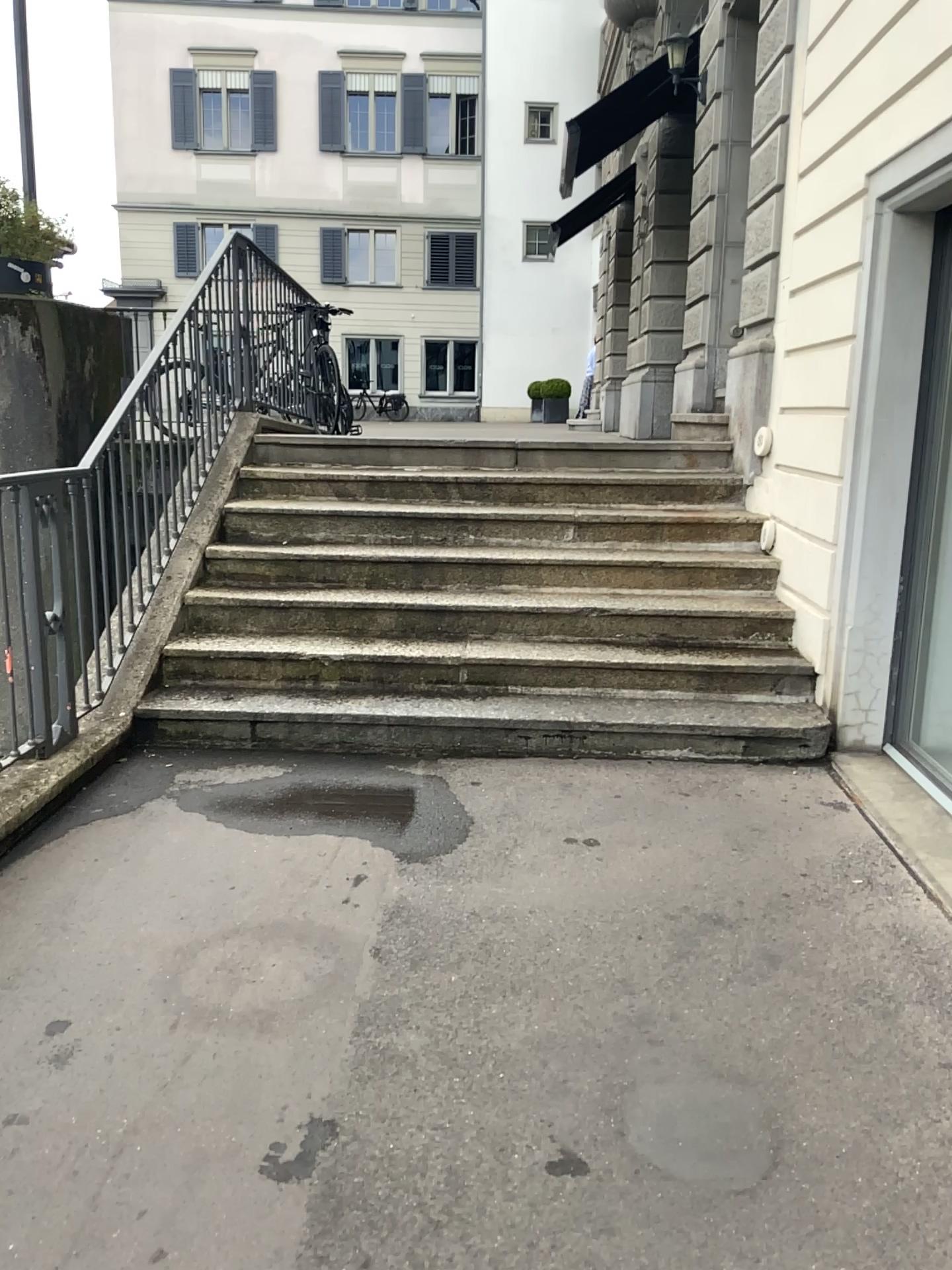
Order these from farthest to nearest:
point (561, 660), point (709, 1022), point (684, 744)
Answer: point (561, 660), point (684, 744), point (709, 1022)
